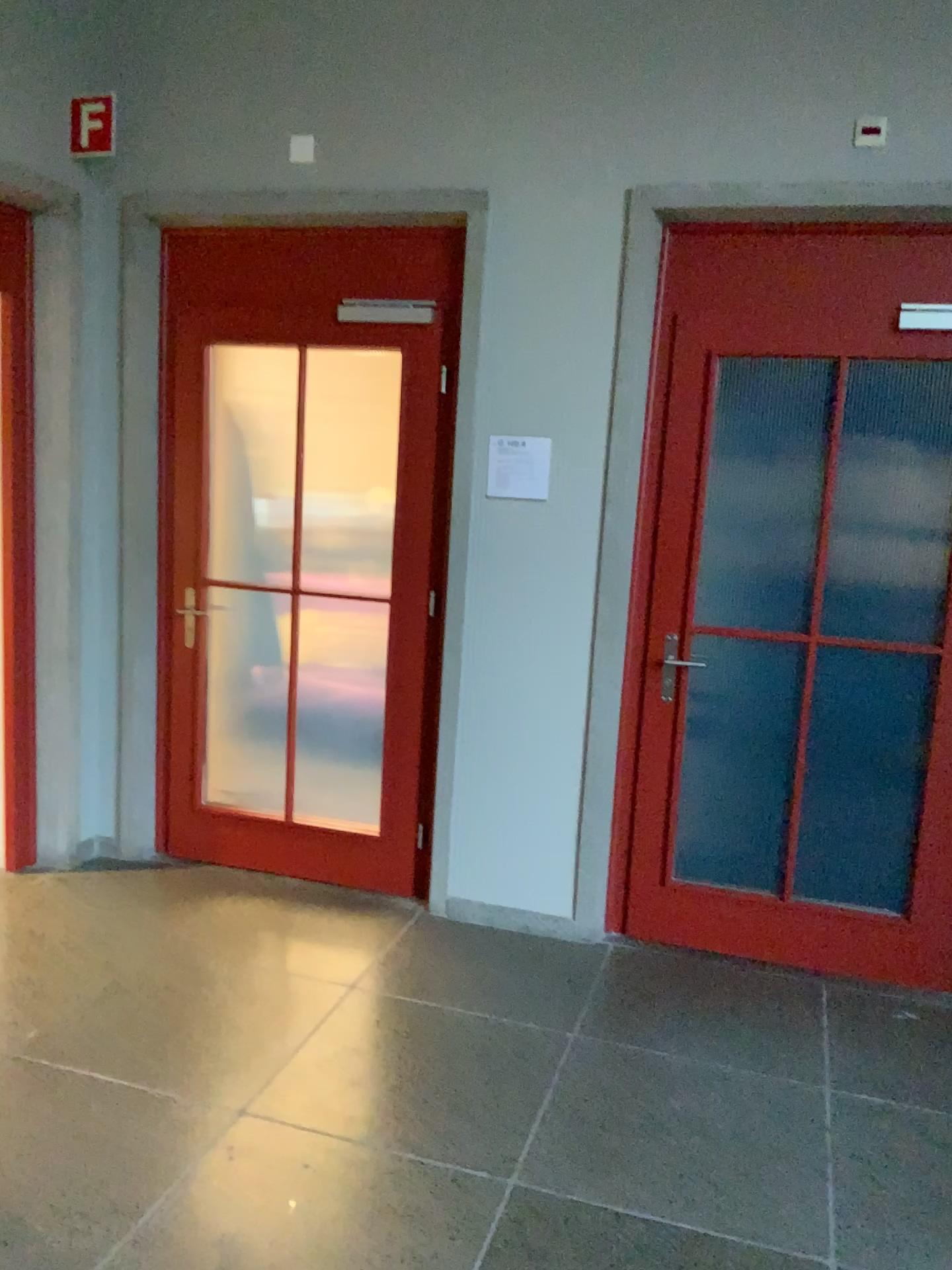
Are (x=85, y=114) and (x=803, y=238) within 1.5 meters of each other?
no

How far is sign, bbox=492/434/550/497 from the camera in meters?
3.5 m

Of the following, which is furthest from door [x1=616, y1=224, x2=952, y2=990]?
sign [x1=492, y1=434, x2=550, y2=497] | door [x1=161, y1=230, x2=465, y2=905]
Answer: door [x1=161, y1=230, x2=465, y2=905]

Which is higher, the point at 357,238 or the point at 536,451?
the point at 357,238

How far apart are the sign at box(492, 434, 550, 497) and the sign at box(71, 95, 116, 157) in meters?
1.7

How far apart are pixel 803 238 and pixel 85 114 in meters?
2.5 m

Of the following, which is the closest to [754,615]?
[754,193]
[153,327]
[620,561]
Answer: [620,561]

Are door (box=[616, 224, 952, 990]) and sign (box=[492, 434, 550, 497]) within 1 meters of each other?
yes

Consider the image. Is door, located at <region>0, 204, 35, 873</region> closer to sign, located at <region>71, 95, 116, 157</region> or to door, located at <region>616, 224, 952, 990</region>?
sign, located at <region>71, 95, 116, 157</region>

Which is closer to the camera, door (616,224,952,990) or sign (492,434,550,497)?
door (616,224,952,990)
